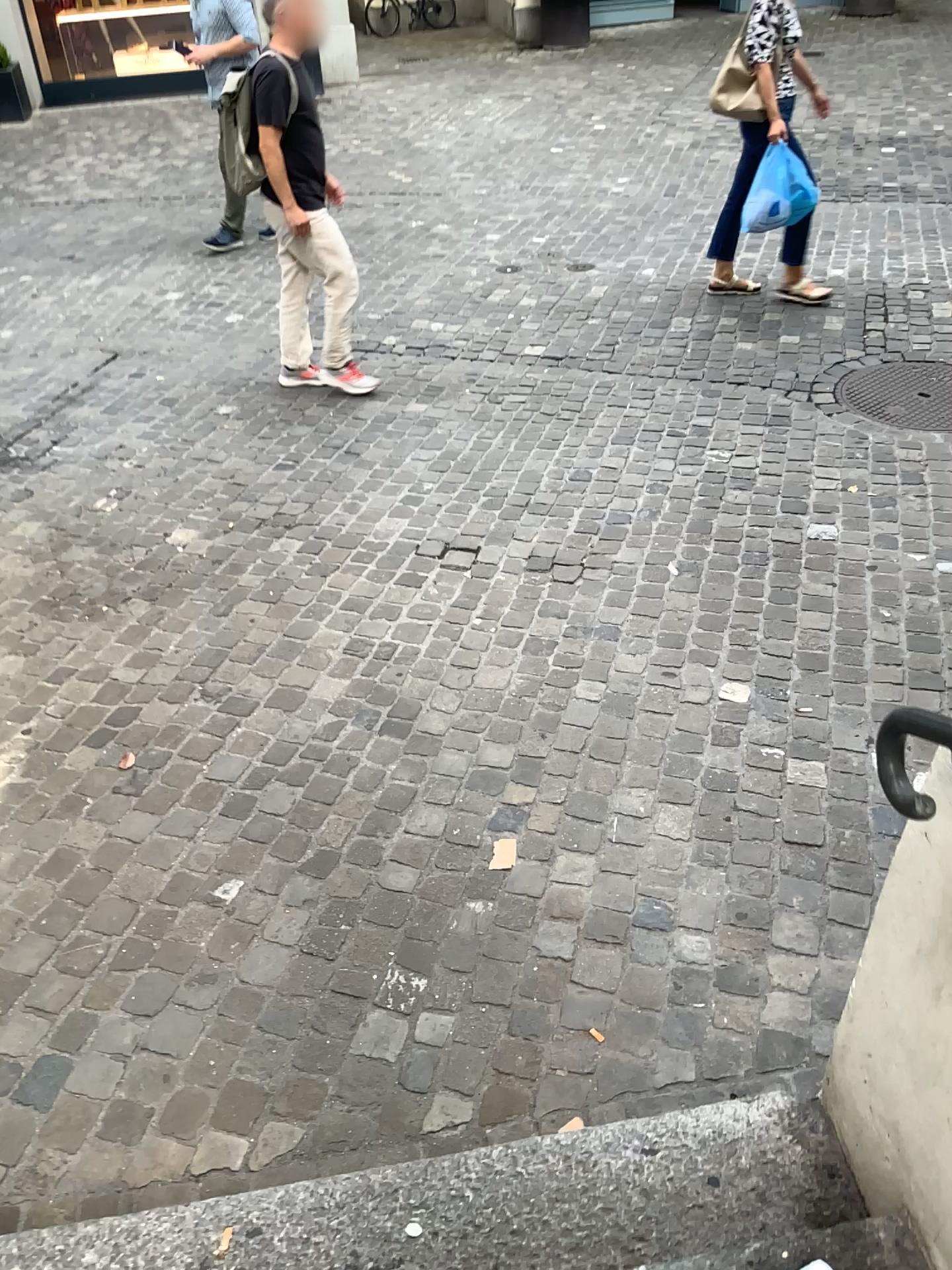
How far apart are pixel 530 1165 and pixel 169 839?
1.2m
